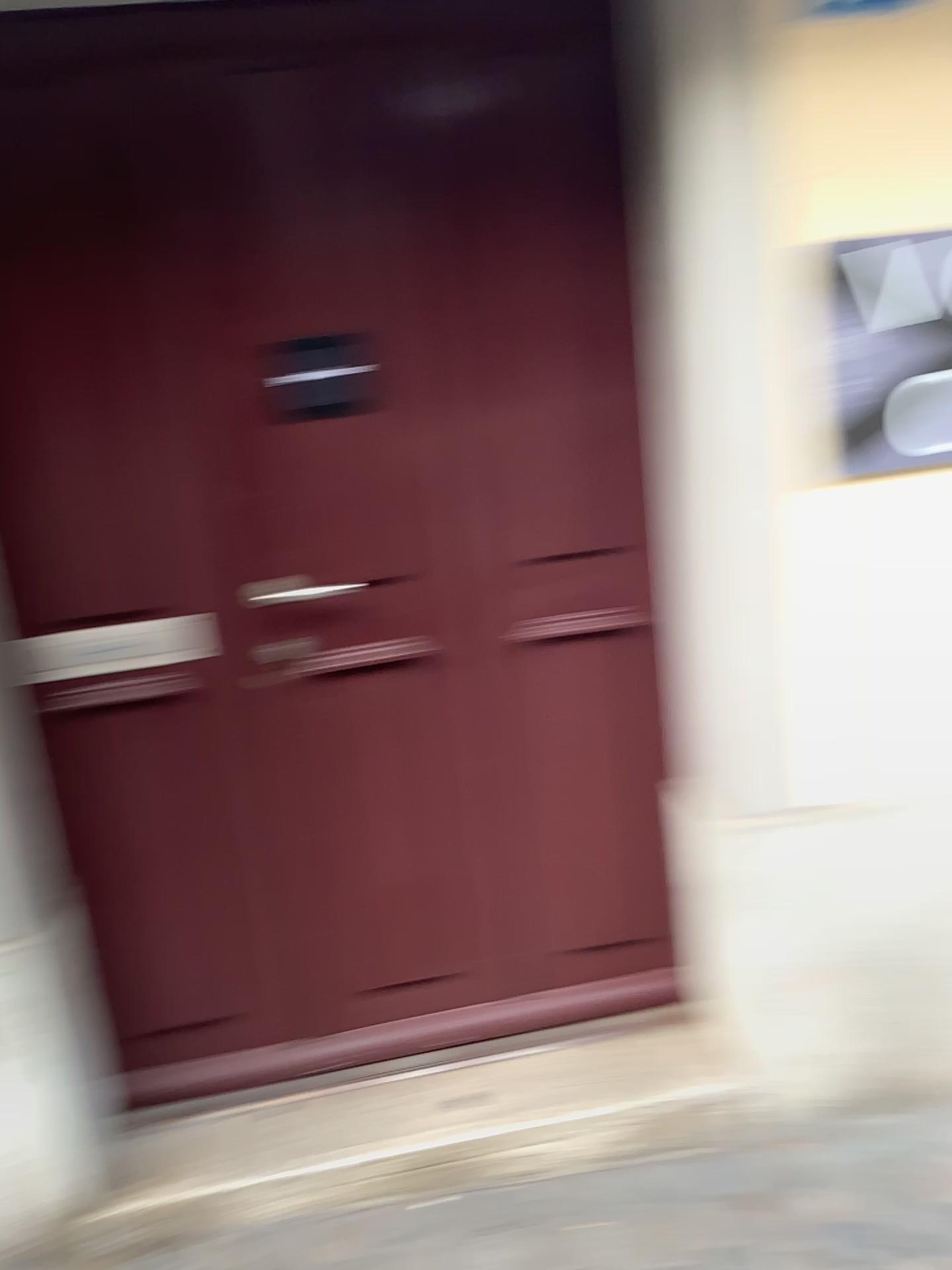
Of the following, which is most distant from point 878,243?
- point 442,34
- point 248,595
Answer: point 248,595

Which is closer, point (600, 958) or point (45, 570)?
point (45, 570)

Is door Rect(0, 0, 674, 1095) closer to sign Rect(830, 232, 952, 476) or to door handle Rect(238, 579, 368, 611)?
door handle Rect(238, 579, 368, 611)

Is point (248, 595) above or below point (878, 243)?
below

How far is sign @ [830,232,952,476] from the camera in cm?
176

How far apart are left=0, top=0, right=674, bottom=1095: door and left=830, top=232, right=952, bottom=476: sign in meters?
0.4

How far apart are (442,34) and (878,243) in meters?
0.8 m

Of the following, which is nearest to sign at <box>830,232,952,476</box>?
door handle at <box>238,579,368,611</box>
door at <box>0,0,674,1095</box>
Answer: door at <box>0,0,674,1095</box>

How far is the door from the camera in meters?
1.8
